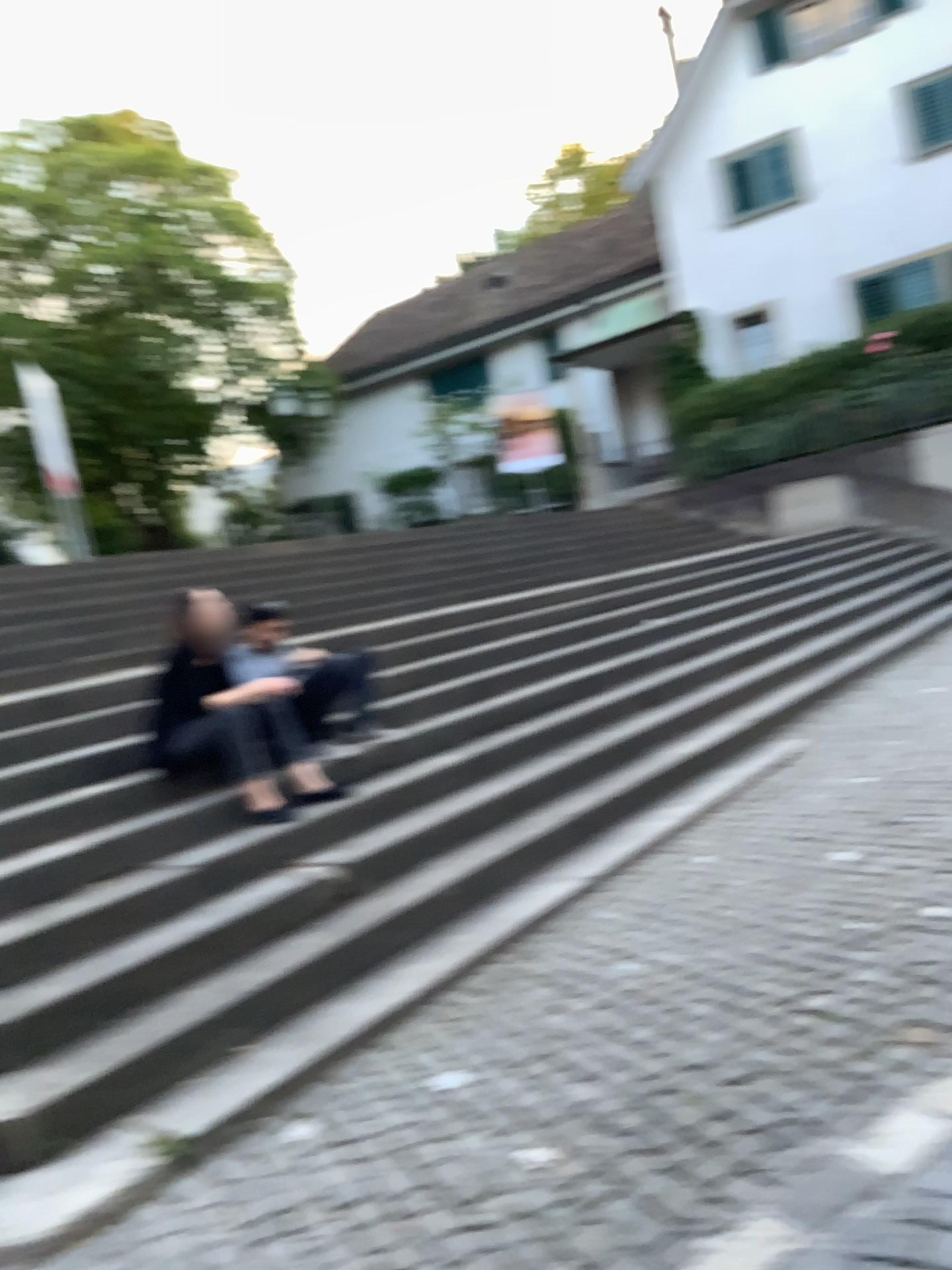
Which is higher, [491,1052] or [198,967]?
[198,967]
